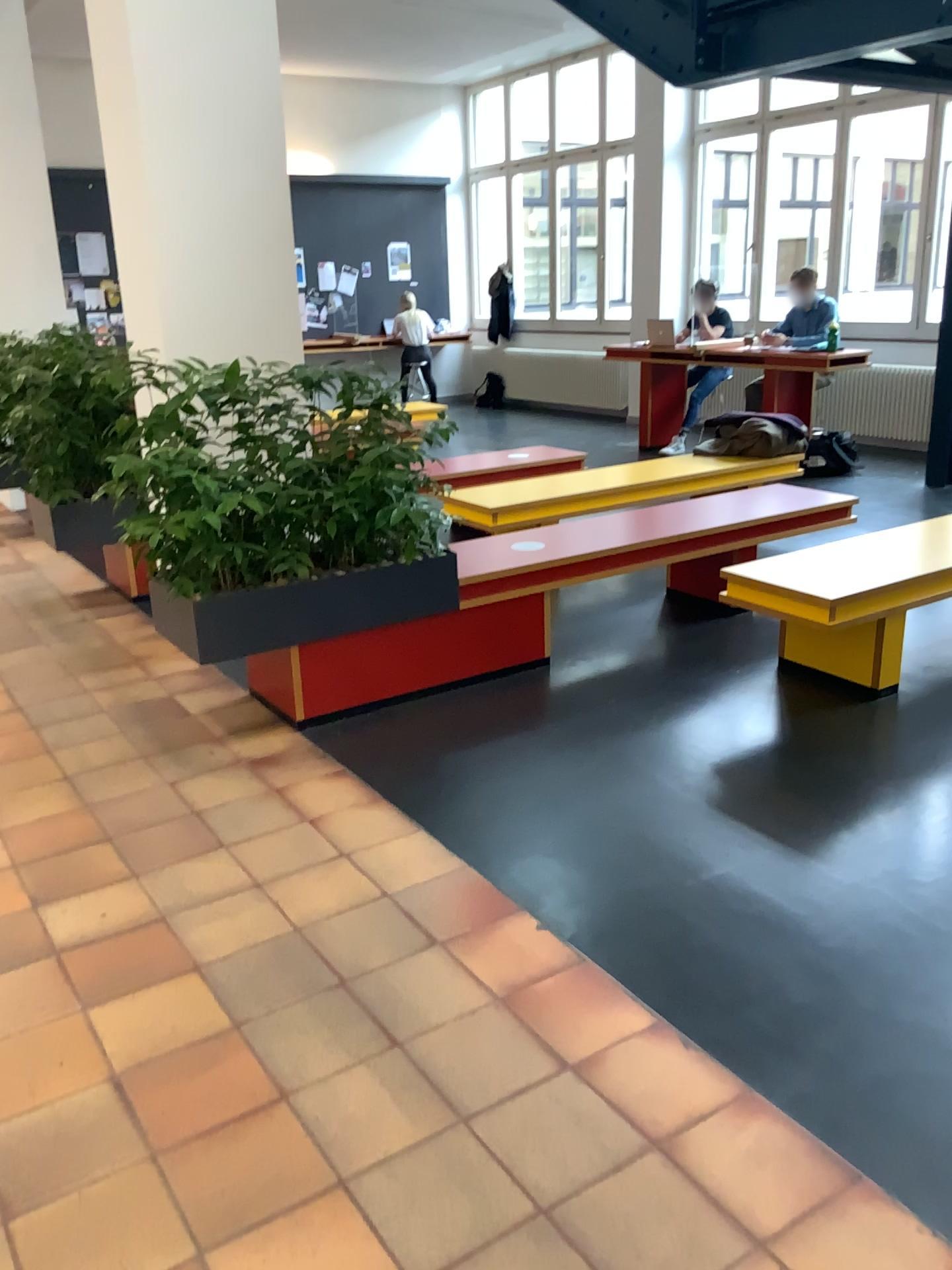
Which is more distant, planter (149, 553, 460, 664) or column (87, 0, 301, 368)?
column (87, 0, 301, 368)

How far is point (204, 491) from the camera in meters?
3.4 m

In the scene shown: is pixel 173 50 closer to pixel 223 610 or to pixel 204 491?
pixel 204 491

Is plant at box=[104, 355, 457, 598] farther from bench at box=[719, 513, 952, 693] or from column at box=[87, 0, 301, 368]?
bench at box=[719, 513, 952, 693]

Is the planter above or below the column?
below

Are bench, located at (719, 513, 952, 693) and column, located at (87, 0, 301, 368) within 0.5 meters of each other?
no

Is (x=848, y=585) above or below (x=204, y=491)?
below

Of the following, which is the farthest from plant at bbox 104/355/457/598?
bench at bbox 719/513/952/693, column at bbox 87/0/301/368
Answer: bench at bbox 719/513/952/693

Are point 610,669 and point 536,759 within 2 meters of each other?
yes

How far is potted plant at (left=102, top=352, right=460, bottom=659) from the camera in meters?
3.4
